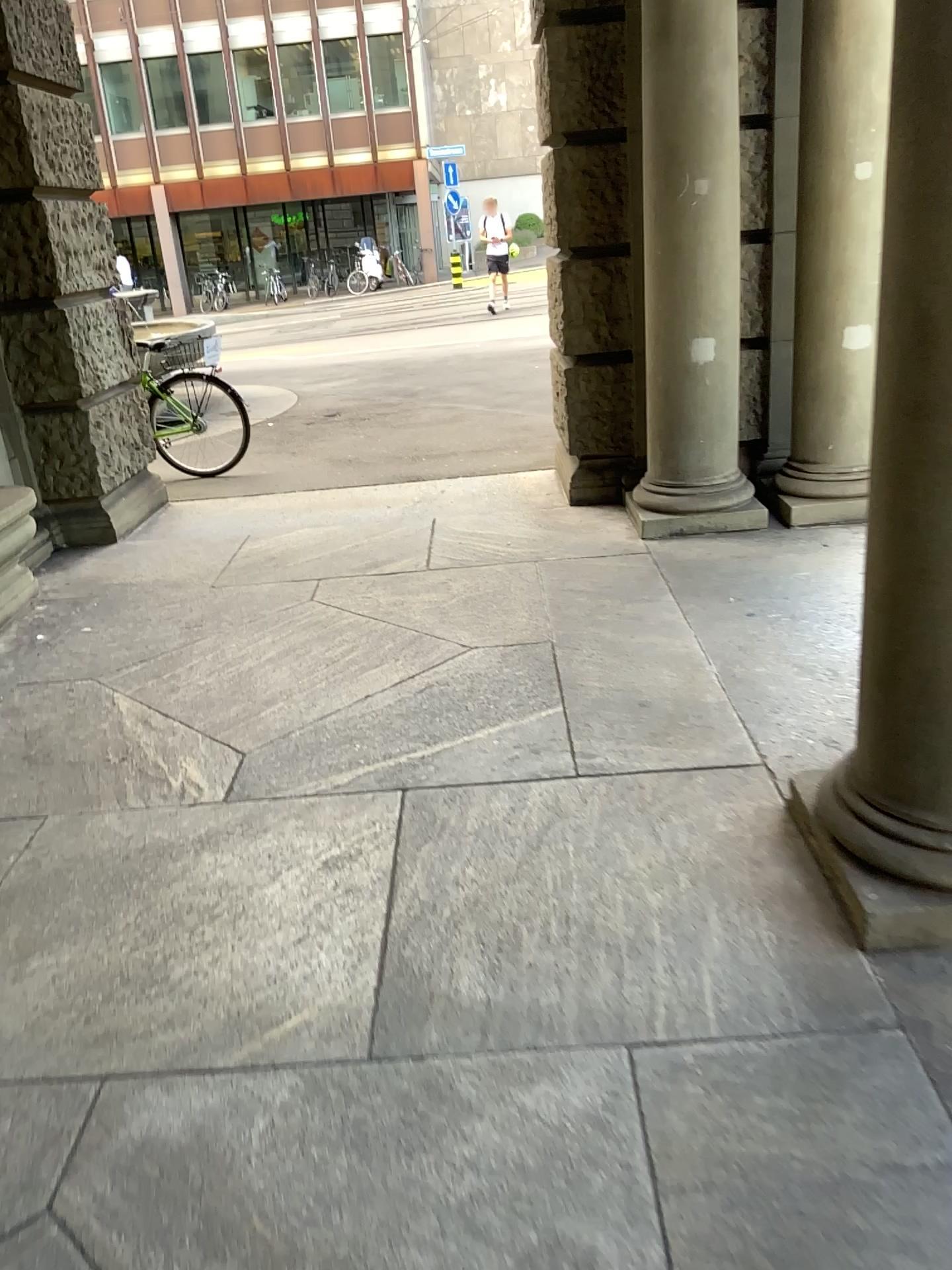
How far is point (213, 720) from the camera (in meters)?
3.43
